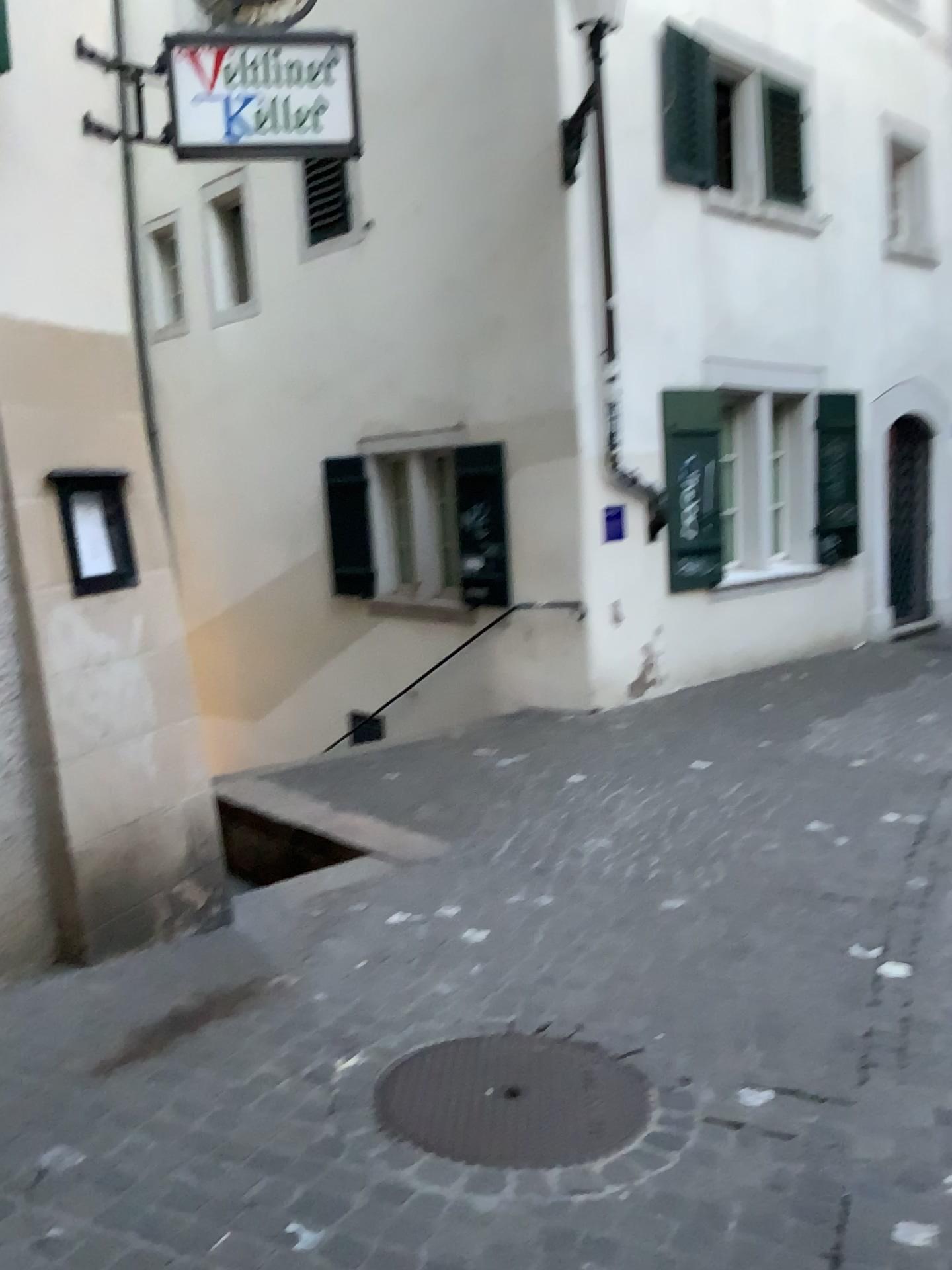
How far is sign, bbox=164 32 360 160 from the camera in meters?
4.0 m

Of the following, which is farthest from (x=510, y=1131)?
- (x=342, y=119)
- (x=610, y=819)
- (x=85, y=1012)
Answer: (x=342, y=119)

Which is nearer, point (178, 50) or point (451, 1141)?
point (451, 1141)

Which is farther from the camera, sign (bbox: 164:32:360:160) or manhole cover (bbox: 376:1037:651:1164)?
sign (bbox: 164:32:360:160)

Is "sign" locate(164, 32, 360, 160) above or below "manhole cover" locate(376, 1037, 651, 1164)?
above

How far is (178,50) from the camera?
4.0m

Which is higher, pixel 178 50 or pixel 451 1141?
pixel 178 50
